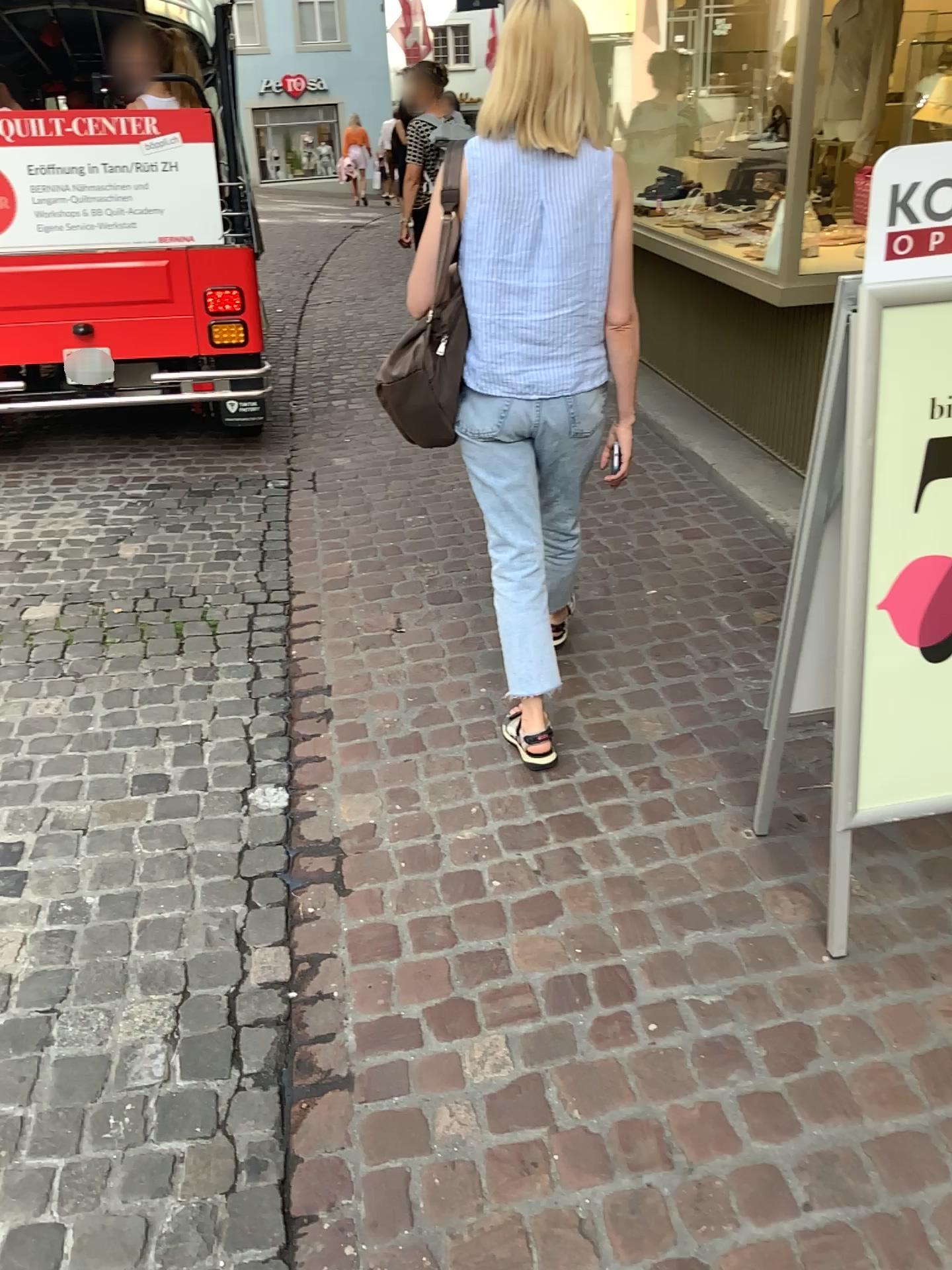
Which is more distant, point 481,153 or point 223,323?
point 223,323

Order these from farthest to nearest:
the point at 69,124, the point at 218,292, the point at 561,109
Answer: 1. the point at 218,292
2. the point at 69,124
3. the point at 561,109

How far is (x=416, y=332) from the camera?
2.2 meters

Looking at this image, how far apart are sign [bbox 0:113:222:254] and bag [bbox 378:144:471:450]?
2.4 meters

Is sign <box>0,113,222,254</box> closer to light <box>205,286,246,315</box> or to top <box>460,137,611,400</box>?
light <box>205,286,246,315</box>

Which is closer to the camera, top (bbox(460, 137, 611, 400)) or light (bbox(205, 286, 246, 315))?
top (bbox(460, 137, 611, 400))

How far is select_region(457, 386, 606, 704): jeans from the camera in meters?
2.3

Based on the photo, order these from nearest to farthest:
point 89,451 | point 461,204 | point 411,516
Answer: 1. point 461,204
2. point 411,516
3. point 89,451

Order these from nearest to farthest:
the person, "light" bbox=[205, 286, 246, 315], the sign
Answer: the person < the sign < "light" bbox=[205, 286, 246, 315]

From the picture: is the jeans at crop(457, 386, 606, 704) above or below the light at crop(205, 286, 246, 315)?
below
